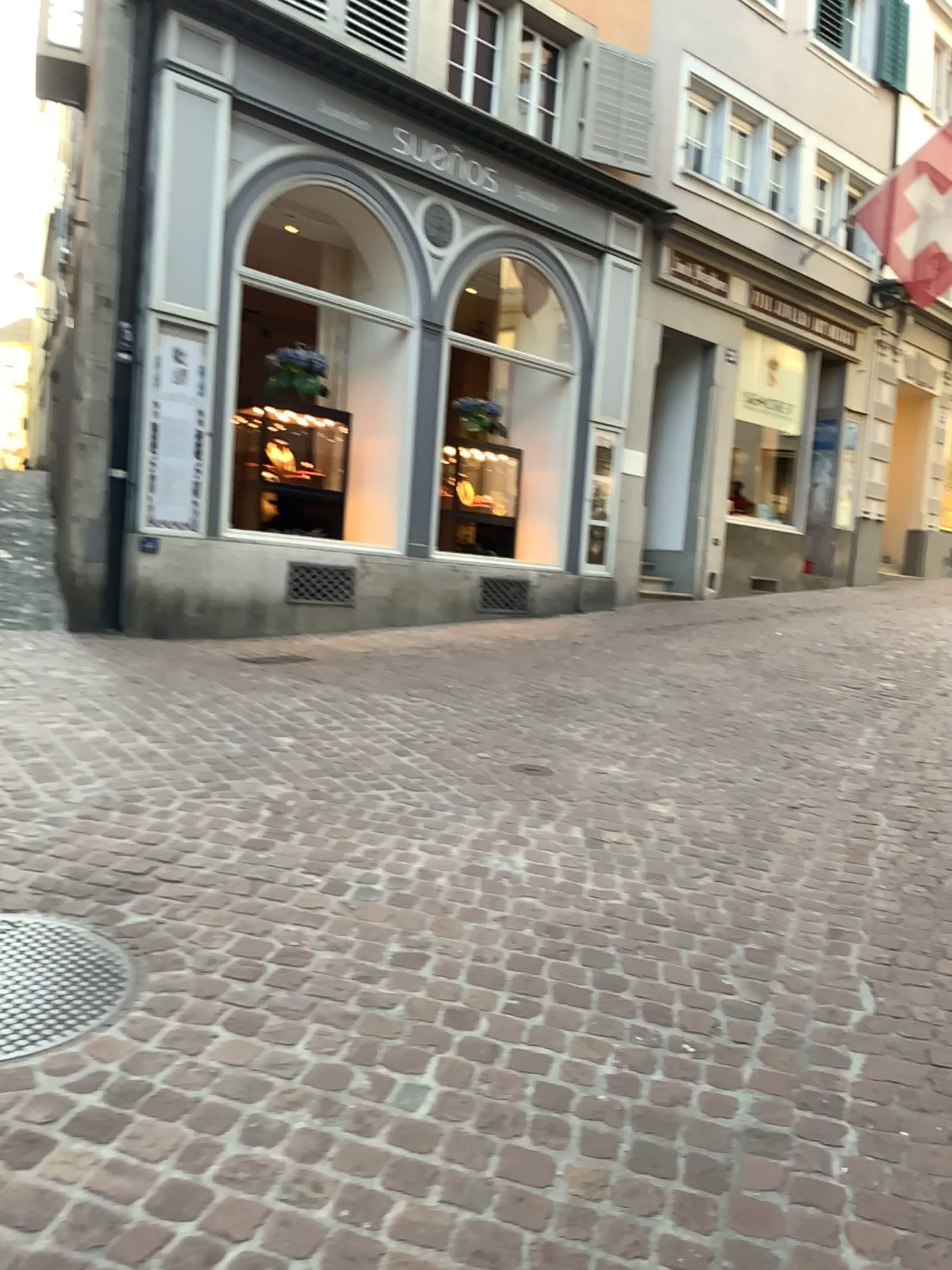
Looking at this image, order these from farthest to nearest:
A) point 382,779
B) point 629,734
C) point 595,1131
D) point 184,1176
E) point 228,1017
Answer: point 629,734, point 382,779, point 228,1017, point 595,1131, point 184,1176
